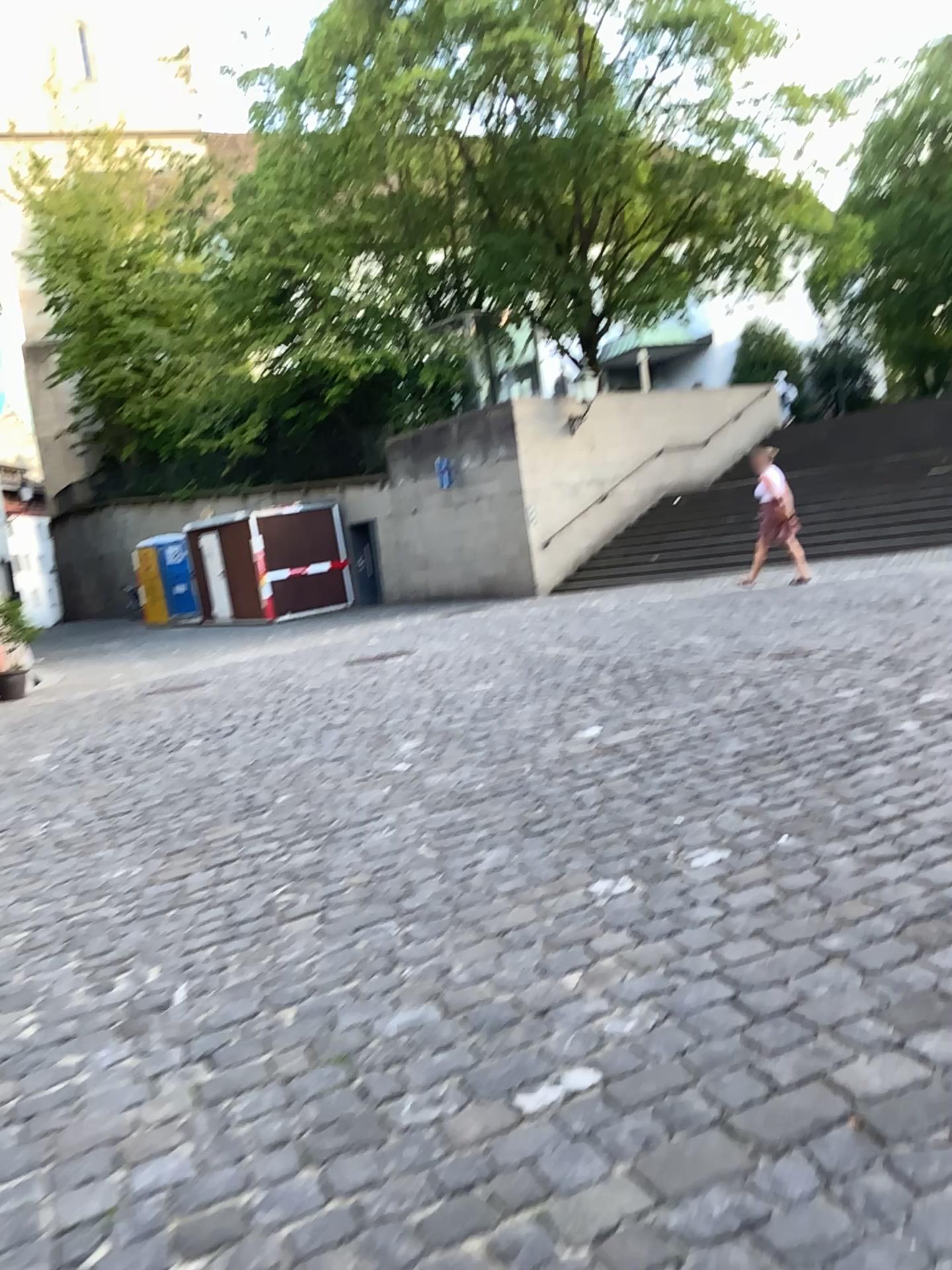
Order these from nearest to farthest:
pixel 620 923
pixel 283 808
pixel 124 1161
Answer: pixel 124 1161
pixel 620 923
pixel 283 808
